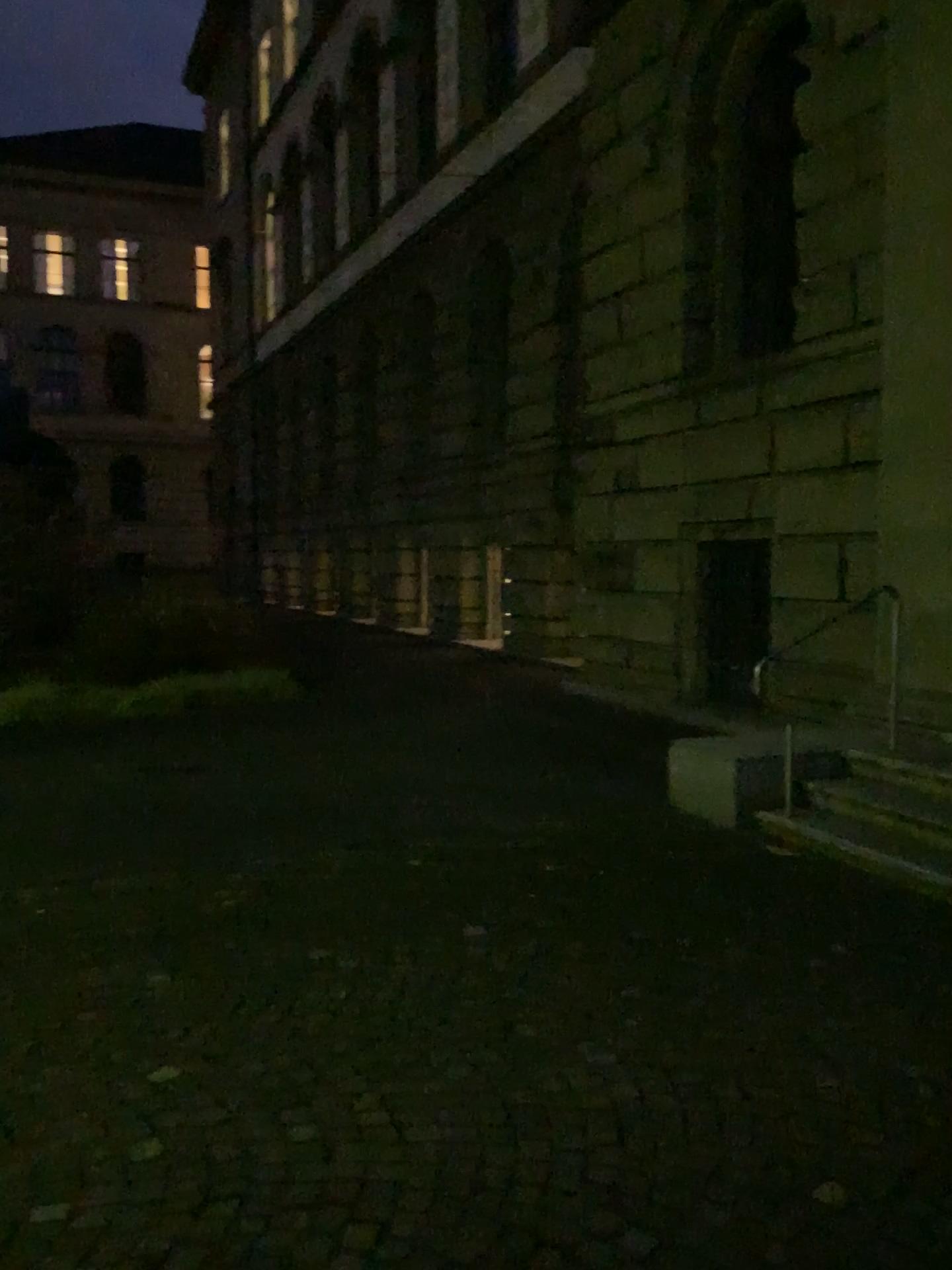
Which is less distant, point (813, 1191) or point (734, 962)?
point (813, 1191)
